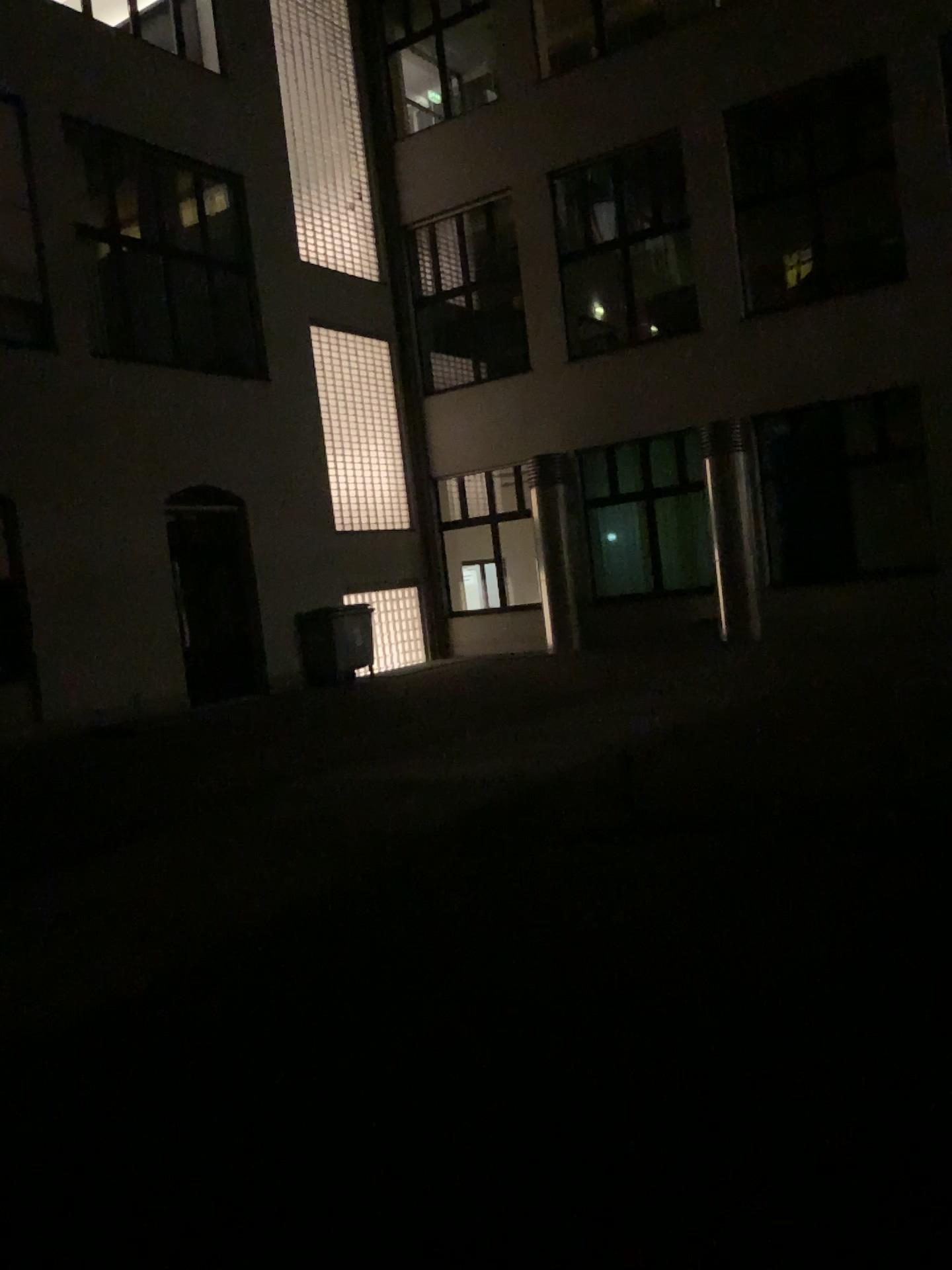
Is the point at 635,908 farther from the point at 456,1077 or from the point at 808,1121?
the point at 808,1121
